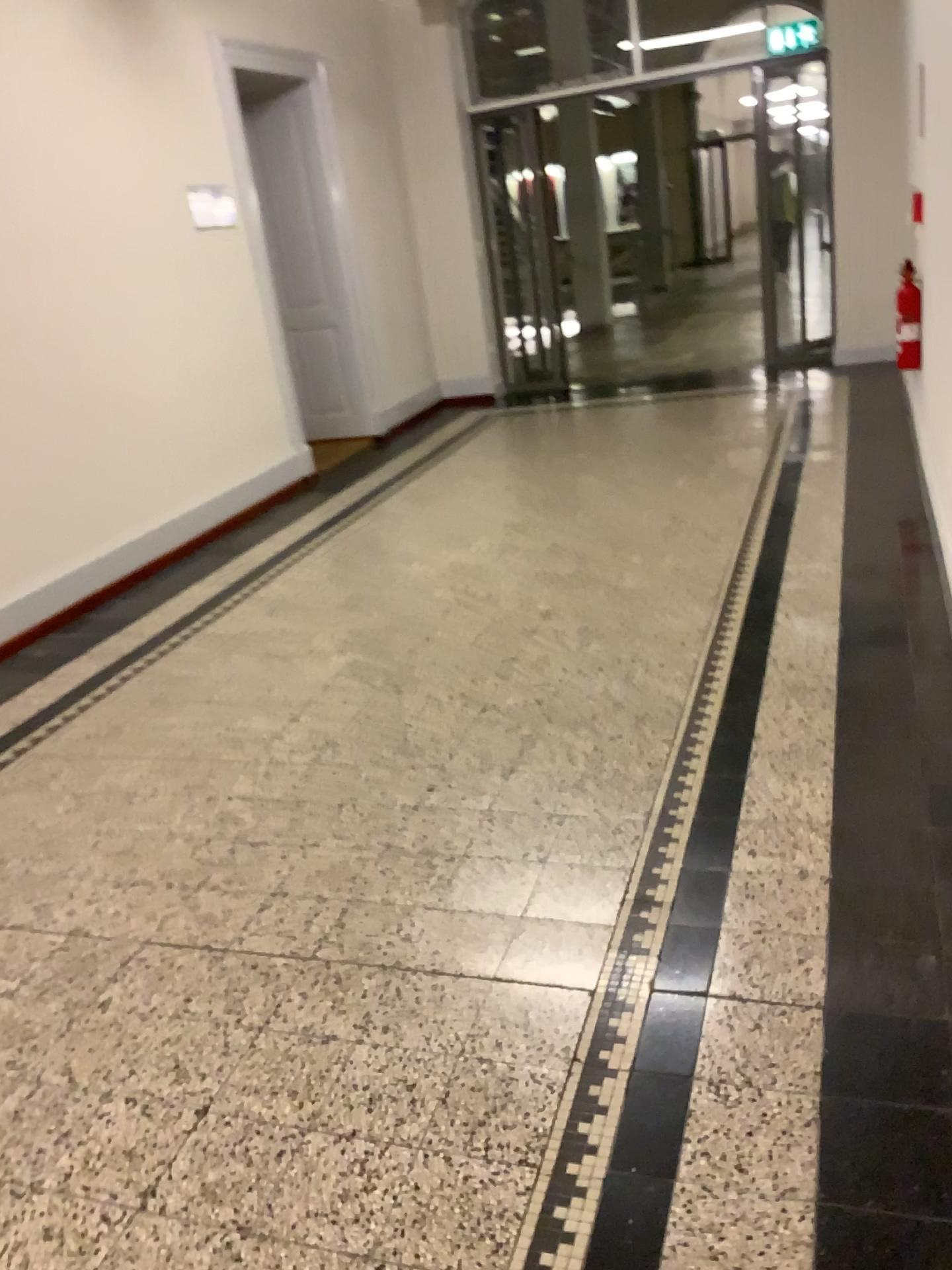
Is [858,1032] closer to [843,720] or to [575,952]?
[575,952]
